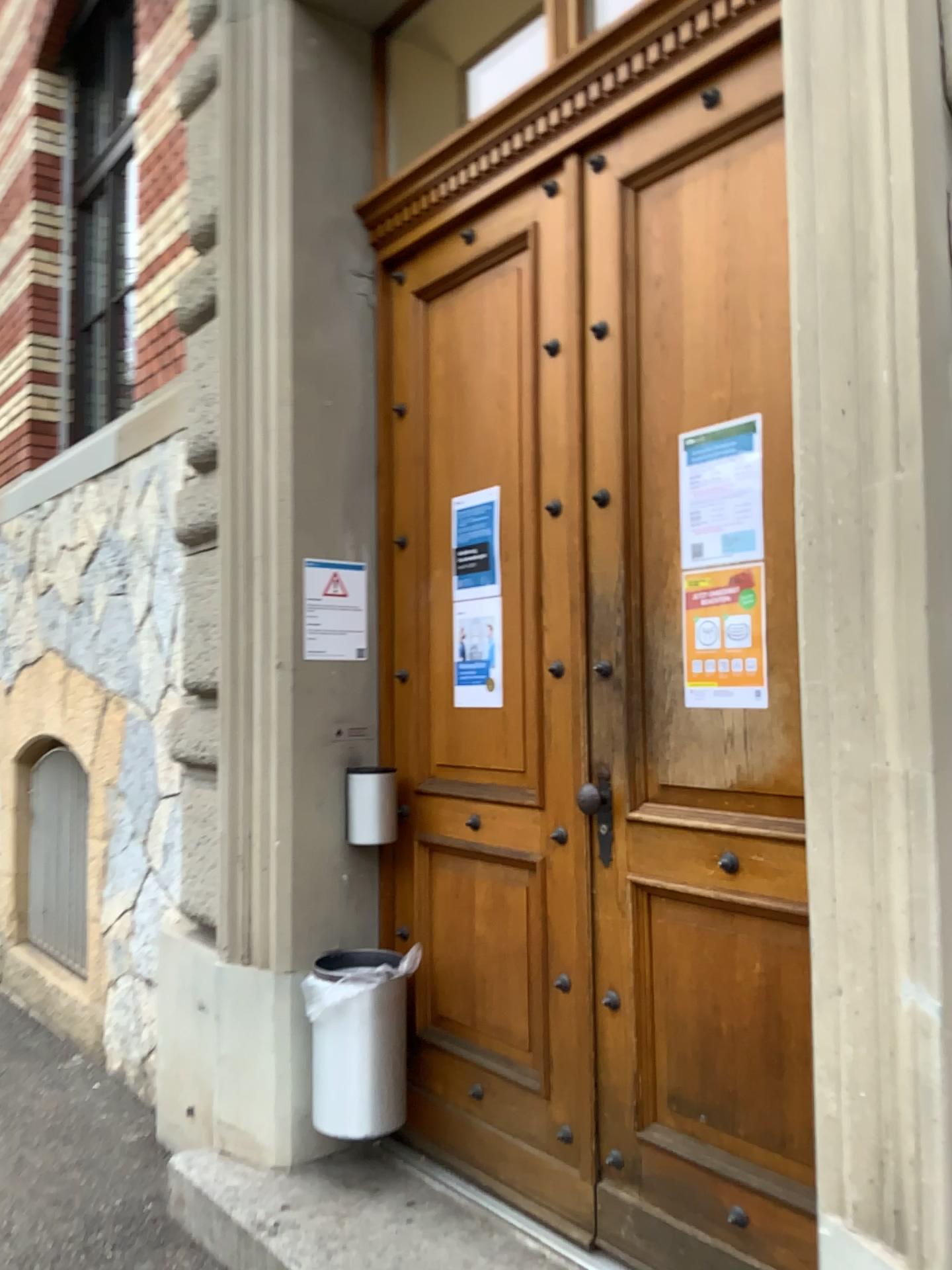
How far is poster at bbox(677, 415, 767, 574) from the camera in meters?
2.2

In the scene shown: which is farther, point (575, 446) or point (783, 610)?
point (575, 446)

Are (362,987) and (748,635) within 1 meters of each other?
no

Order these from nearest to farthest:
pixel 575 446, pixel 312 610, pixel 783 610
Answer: pixel 783 610, pixel 575 446, pixel 312 610

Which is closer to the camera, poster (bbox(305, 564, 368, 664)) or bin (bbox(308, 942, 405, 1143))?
bin (bbox(308, 942, 405, 1143))

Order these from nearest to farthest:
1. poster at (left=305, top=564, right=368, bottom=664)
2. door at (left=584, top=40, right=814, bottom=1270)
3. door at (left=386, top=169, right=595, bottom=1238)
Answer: door at (left=584, top=40, right=814, bottom=1270)
door at (left=386, top=169, right=595, bottom=1238)
poster at (left=305, top=564, right=368, bottom=664)

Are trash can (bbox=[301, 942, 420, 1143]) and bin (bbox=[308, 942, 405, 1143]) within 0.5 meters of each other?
yes

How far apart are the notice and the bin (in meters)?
1.19

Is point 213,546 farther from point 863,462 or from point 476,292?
point 863,462

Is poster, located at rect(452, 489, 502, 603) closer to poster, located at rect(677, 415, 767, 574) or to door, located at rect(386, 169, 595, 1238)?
door, located at rect(386, 169, 595, 1238)
